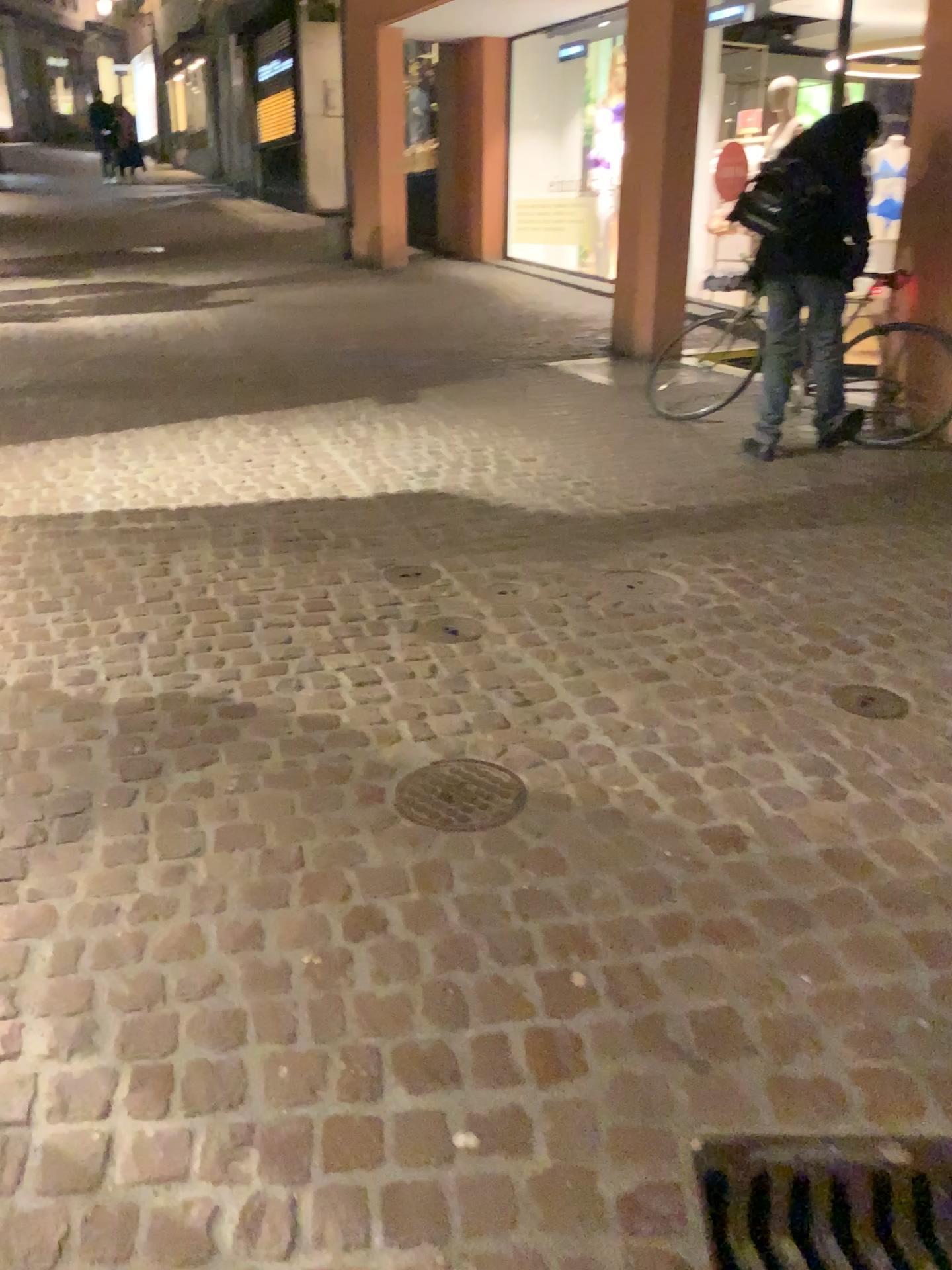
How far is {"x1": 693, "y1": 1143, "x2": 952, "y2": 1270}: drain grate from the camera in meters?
1.5

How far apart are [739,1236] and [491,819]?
0.95m

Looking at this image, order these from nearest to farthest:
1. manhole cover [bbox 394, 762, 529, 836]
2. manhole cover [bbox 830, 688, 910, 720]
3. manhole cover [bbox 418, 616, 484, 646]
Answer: manhole cover [bbox 394, 762, 529, 836]
manhole cover [bbox 830, 688, 910, 720]
manhole cover [bbox 418, 616, 484, 646]

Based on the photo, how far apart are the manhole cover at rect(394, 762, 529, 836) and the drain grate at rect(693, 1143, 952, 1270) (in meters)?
0.83

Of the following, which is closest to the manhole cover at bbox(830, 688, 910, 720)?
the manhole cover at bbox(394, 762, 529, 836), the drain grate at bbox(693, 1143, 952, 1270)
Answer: the manhole cover at bbox(394, 762, 529, 836)

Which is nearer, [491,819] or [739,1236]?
[739,1236]

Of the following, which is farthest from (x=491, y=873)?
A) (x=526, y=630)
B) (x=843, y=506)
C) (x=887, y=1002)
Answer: (x=843, y=506)

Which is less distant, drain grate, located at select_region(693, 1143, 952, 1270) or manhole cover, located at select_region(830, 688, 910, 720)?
drain grate, located at select_region(693, 1143, 952, 1270)

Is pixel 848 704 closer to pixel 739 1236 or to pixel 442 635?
pixel 442 635

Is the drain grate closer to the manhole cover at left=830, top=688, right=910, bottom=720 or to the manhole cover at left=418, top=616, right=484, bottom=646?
the manhole cover at left=830, top=688, right=910, bottom=720
